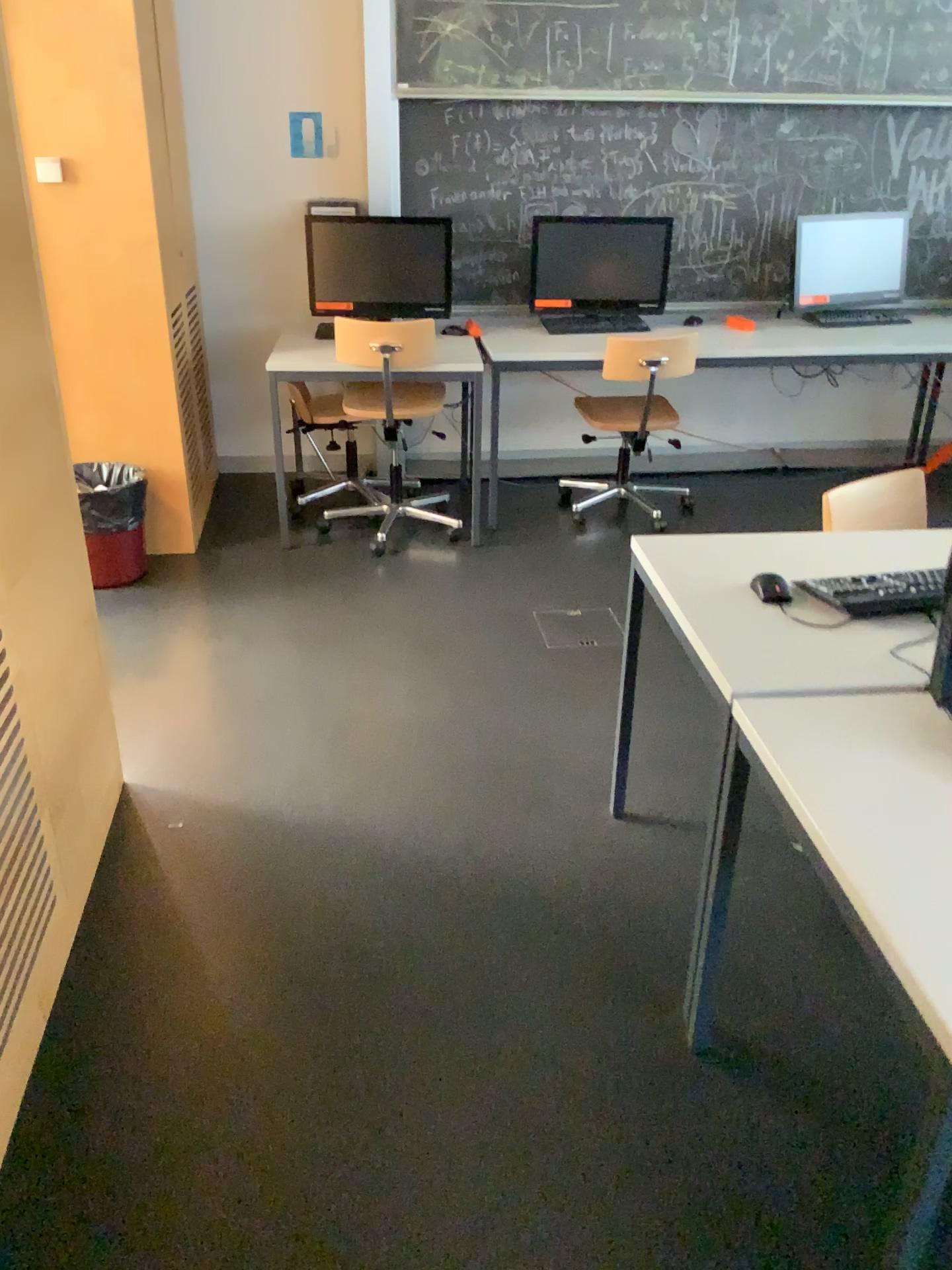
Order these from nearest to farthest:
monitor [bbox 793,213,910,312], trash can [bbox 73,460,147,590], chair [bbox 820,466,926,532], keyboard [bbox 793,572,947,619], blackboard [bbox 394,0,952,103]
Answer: keyboard [bbox 793,572,947,619]
chair [bbox 820,466,926,532]
trash can [bbox 73,460,147,590]
blackboard [bbox 394,0,952,103]
monitor [bbox 793,213,910,312]

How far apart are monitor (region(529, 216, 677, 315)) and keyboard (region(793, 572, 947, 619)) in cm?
278

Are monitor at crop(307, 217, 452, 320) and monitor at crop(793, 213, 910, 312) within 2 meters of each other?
yes

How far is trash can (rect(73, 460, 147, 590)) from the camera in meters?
3.7

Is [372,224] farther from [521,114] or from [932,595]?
[932,595]

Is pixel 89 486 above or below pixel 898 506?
below

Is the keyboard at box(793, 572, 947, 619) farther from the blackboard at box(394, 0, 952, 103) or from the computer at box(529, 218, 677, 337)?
the blackboard at box(394, 0, 952, 103)

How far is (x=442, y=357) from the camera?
4.0m

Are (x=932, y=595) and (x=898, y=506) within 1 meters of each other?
yes

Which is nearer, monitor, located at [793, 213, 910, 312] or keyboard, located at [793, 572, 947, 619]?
keyboard, located at [793, 572, 947, 619]
